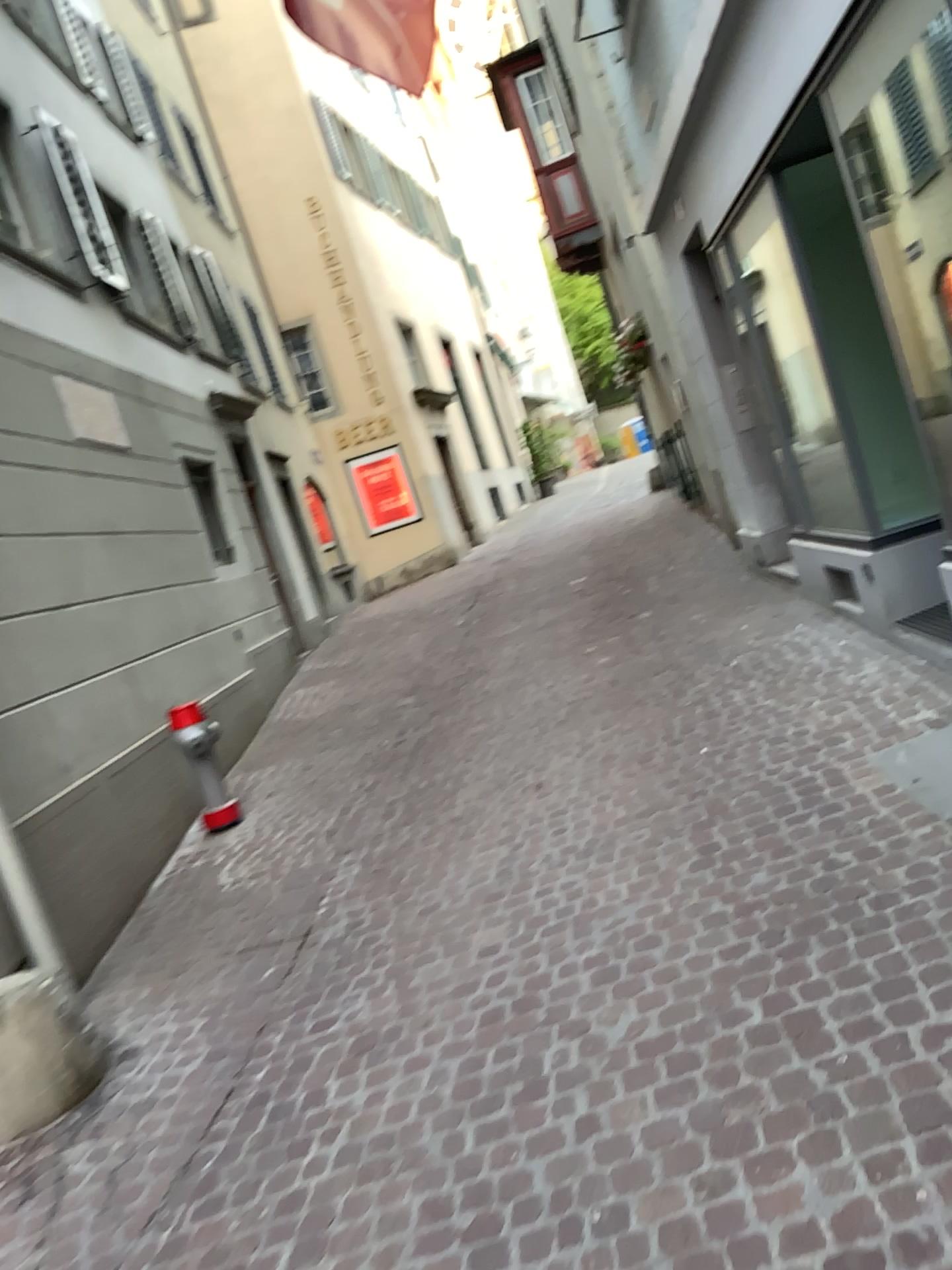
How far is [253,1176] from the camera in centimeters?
289cm
